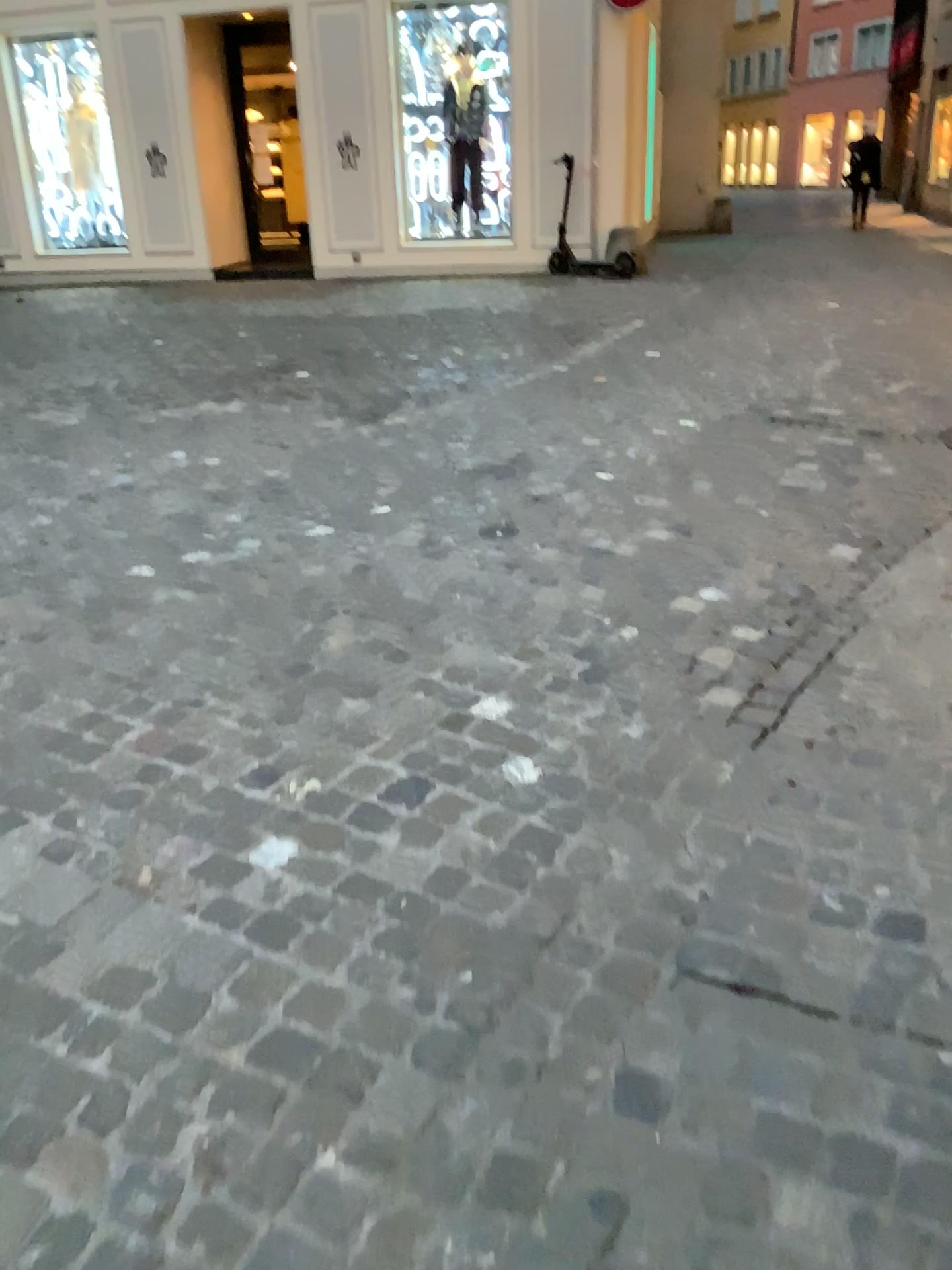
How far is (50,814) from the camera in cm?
224
